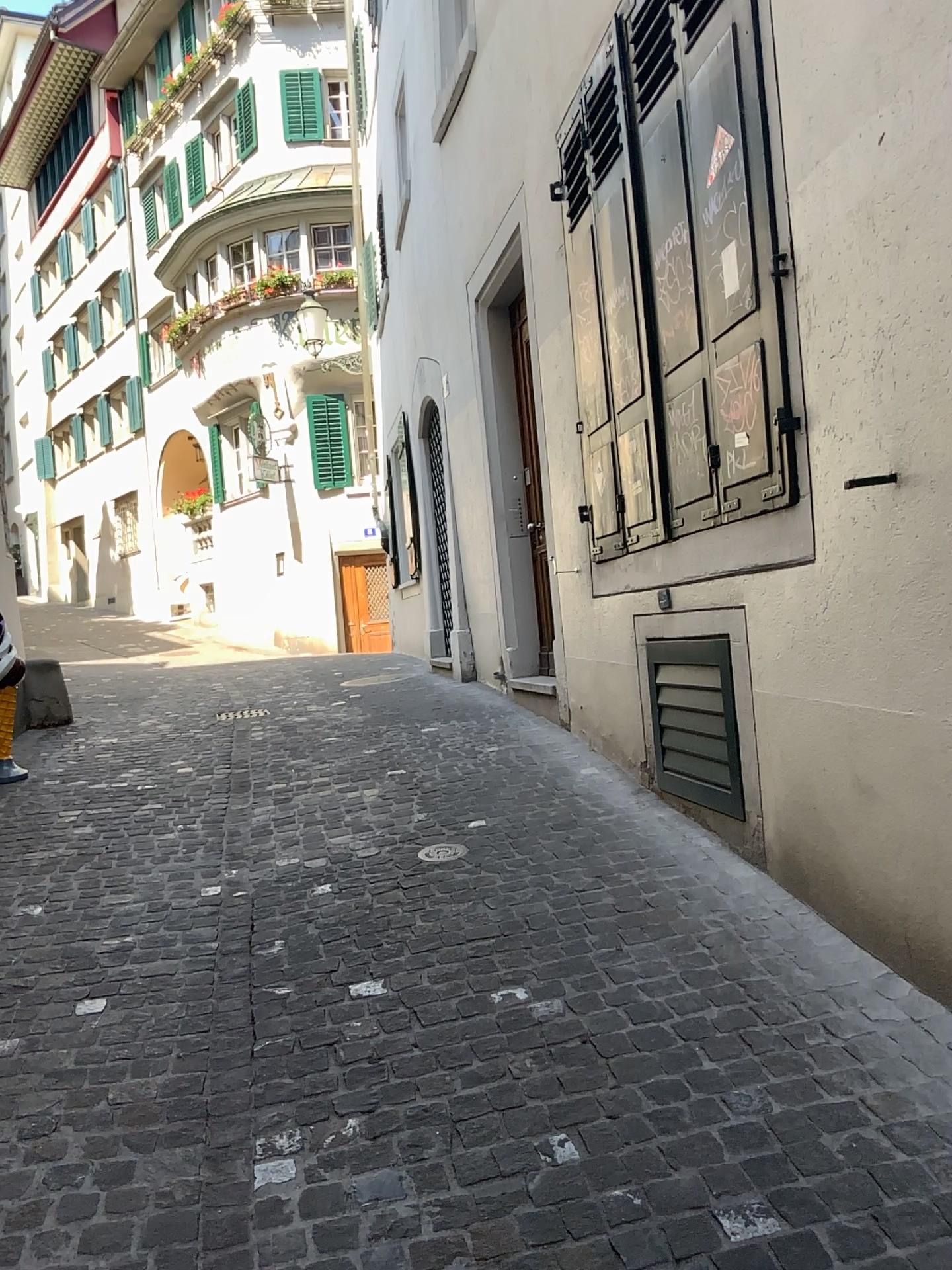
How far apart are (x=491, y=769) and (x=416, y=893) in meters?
1.6 m

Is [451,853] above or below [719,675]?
below
